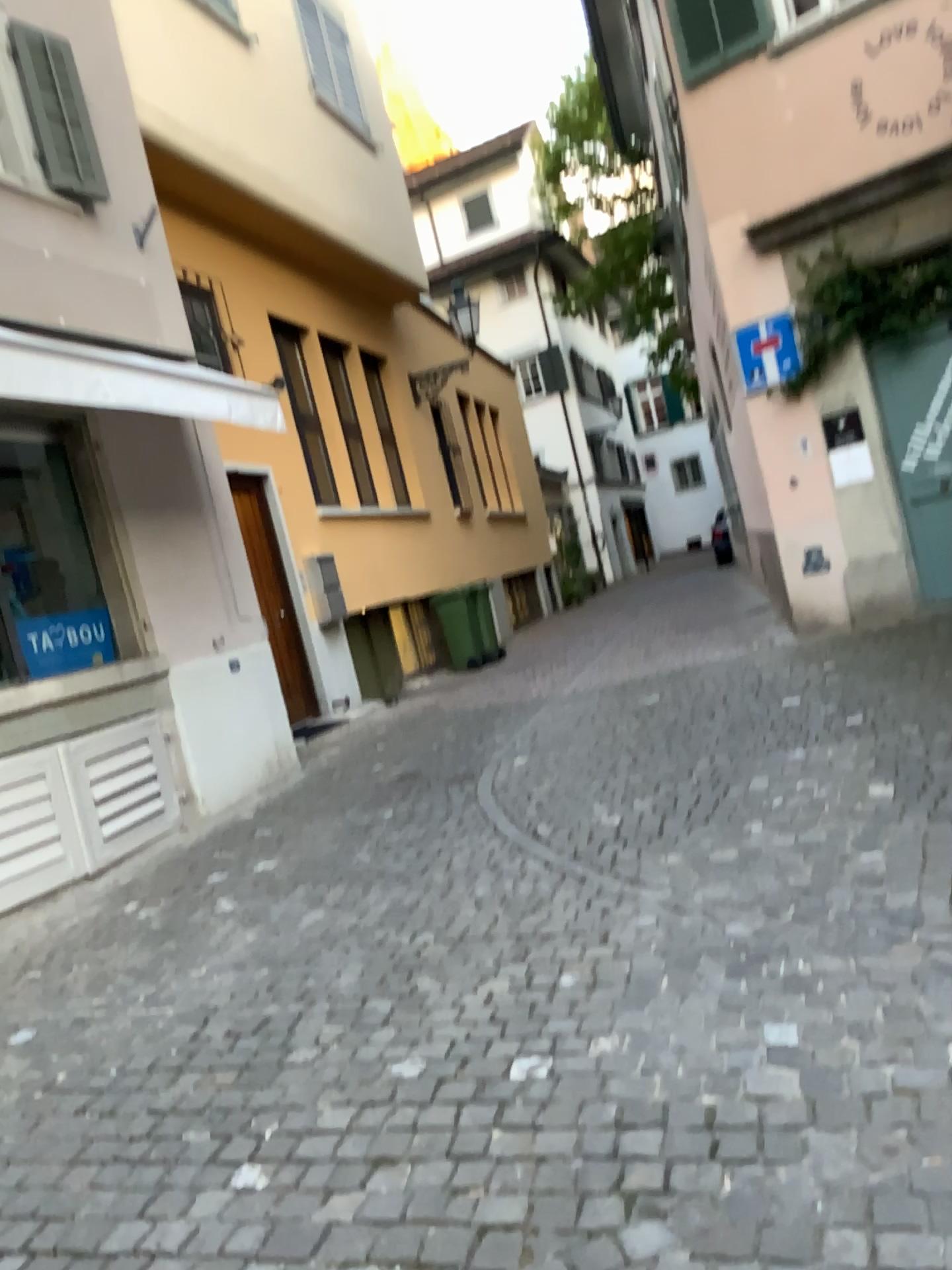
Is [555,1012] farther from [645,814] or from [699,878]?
[645,814]
